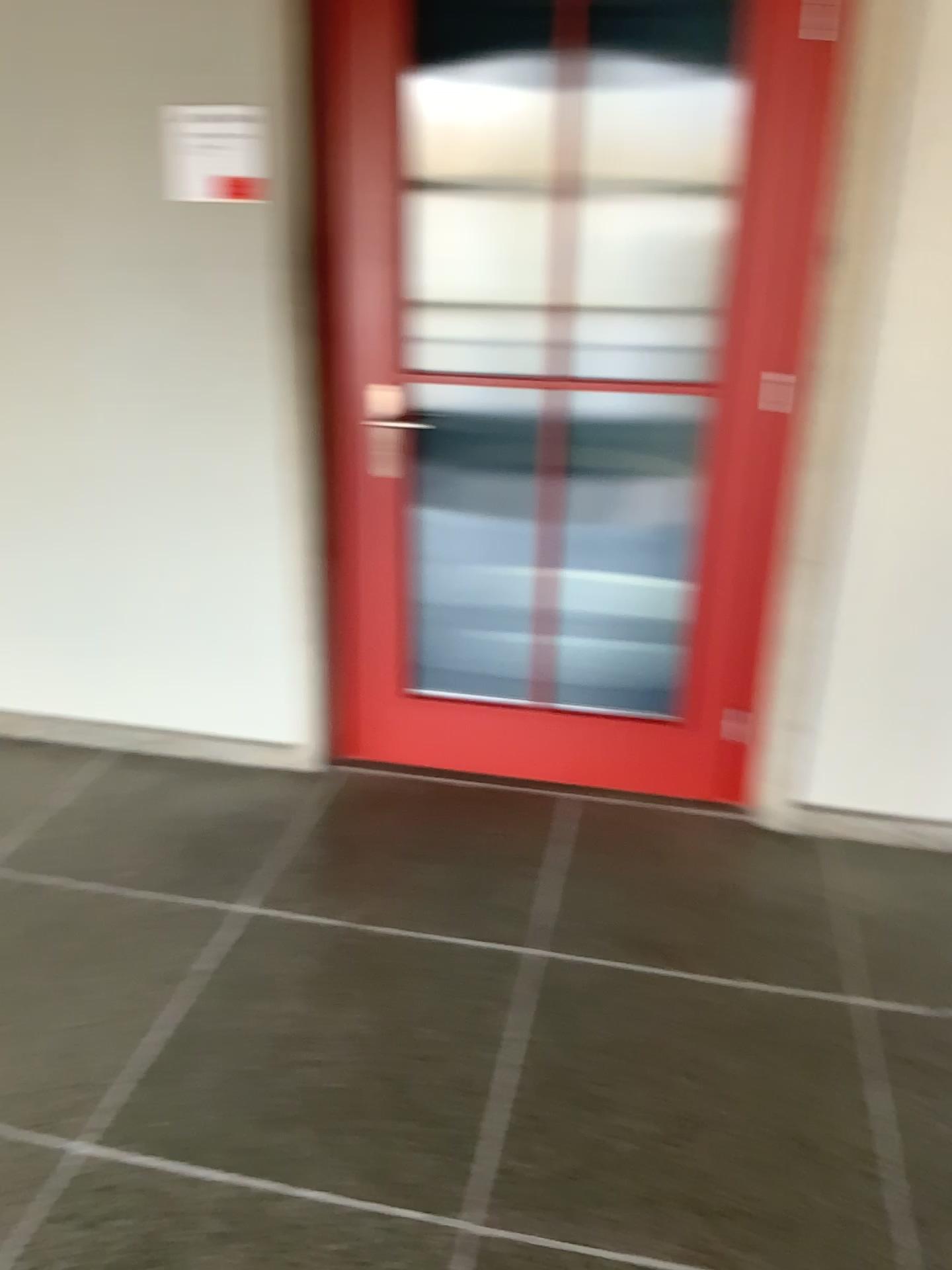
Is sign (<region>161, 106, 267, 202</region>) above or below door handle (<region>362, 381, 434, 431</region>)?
above

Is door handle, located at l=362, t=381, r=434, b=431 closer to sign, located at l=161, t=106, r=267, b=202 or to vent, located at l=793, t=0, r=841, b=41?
sign, located at l=161, t=106, r=267, b=202

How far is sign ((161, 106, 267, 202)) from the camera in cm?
→ 252

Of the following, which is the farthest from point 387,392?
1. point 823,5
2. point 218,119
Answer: point 823,5

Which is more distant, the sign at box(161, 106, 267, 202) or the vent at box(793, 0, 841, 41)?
the sign at box(161, 106, 267, 202)

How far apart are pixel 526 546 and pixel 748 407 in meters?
1.5 m

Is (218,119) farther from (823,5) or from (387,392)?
(823,5)

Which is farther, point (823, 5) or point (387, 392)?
point (387, 392)

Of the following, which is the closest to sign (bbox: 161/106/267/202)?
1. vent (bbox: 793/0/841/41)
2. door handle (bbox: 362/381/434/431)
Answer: door handle (bbox: 362/381/434/431)
